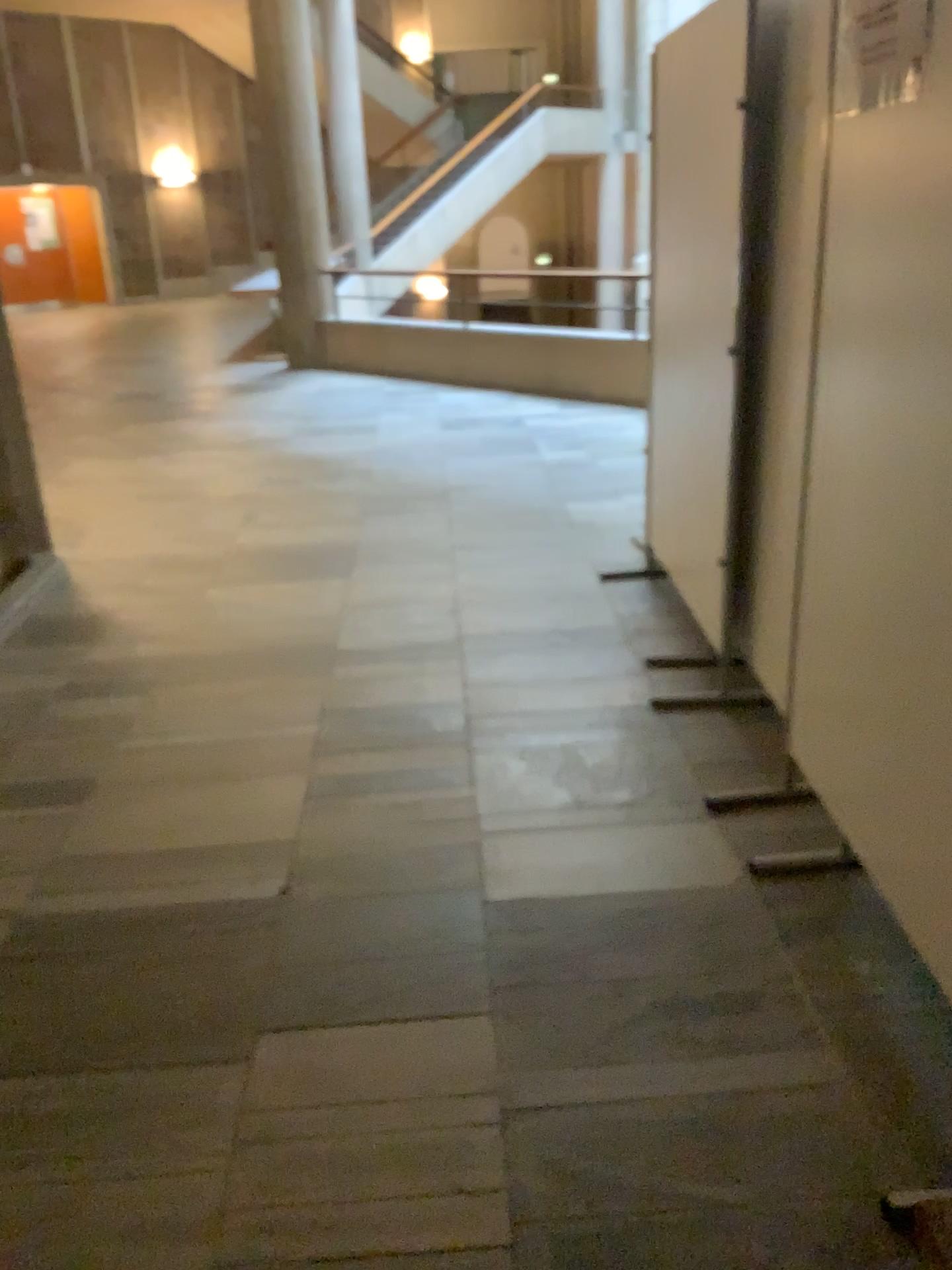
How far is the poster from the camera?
1.8m

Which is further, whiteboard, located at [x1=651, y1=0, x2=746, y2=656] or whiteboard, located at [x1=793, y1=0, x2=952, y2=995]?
whiteboard, located at [x1=651, y1=0, x2=746, y2=656]

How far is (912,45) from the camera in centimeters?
177cm

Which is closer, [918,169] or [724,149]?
[918,169]

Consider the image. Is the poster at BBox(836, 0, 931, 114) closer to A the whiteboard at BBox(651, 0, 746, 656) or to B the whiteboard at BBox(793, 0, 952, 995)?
B the whiteboard at BBox(793, 0, 952, 995)

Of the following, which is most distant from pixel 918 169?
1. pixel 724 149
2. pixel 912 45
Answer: pixel 724 149

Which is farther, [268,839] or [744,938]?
[268,839]

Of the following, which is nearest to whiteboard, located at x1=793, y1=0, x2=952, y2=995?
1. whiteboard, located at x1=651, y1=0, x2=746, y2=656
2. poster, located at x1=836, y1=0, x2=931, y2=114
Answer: poster, located at x1=836, y1=0, x2=931, y2=114
